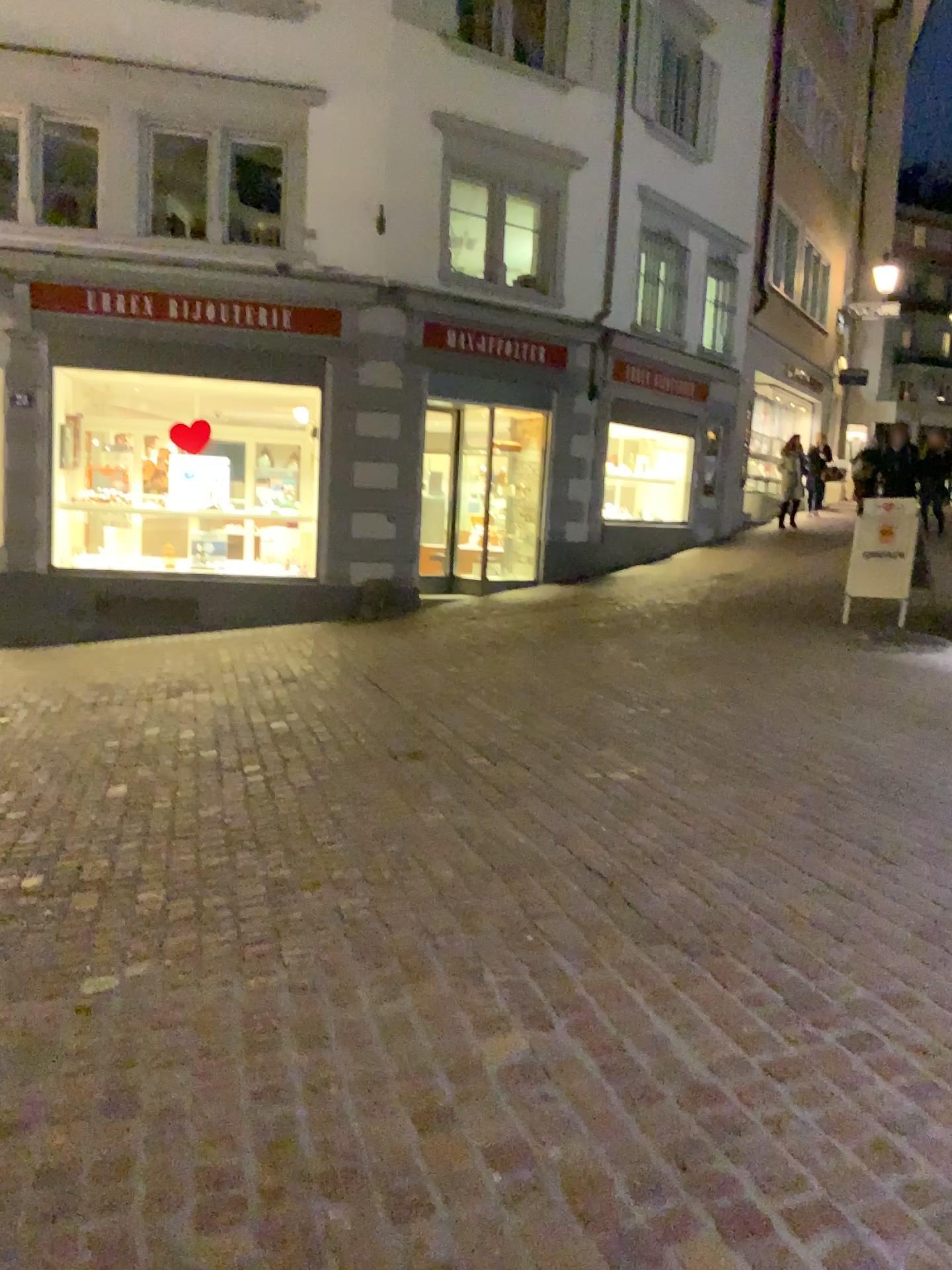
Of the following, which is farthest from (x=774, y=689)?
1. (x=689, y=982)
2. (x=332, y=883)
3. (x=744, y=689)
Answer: (x=689, y=982)
